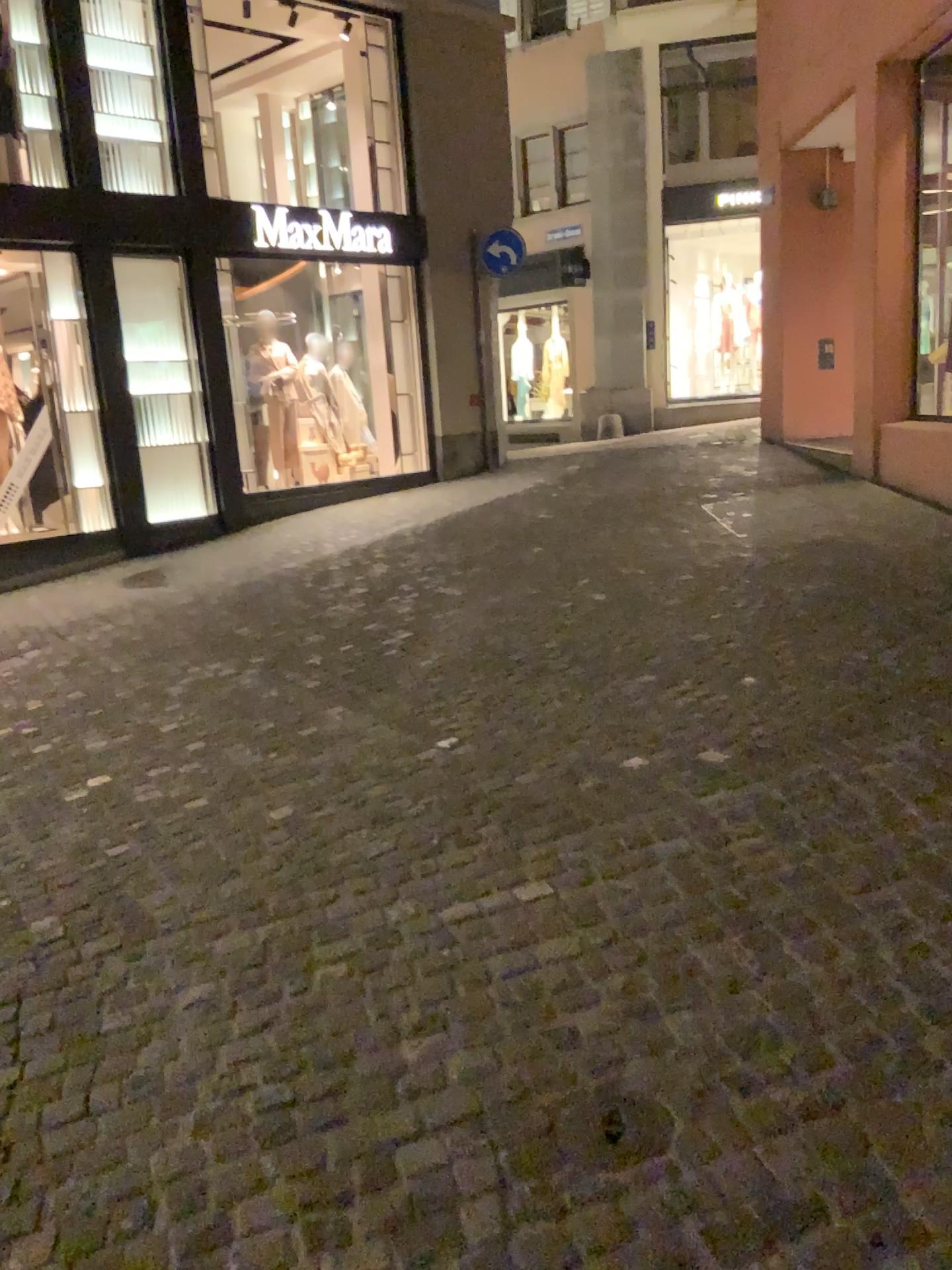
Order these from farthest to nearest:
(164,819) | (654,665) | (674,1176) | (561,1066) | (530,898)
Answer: (654,665) → (164,819) → (530,898) → (561,1066) → (674,1176)
